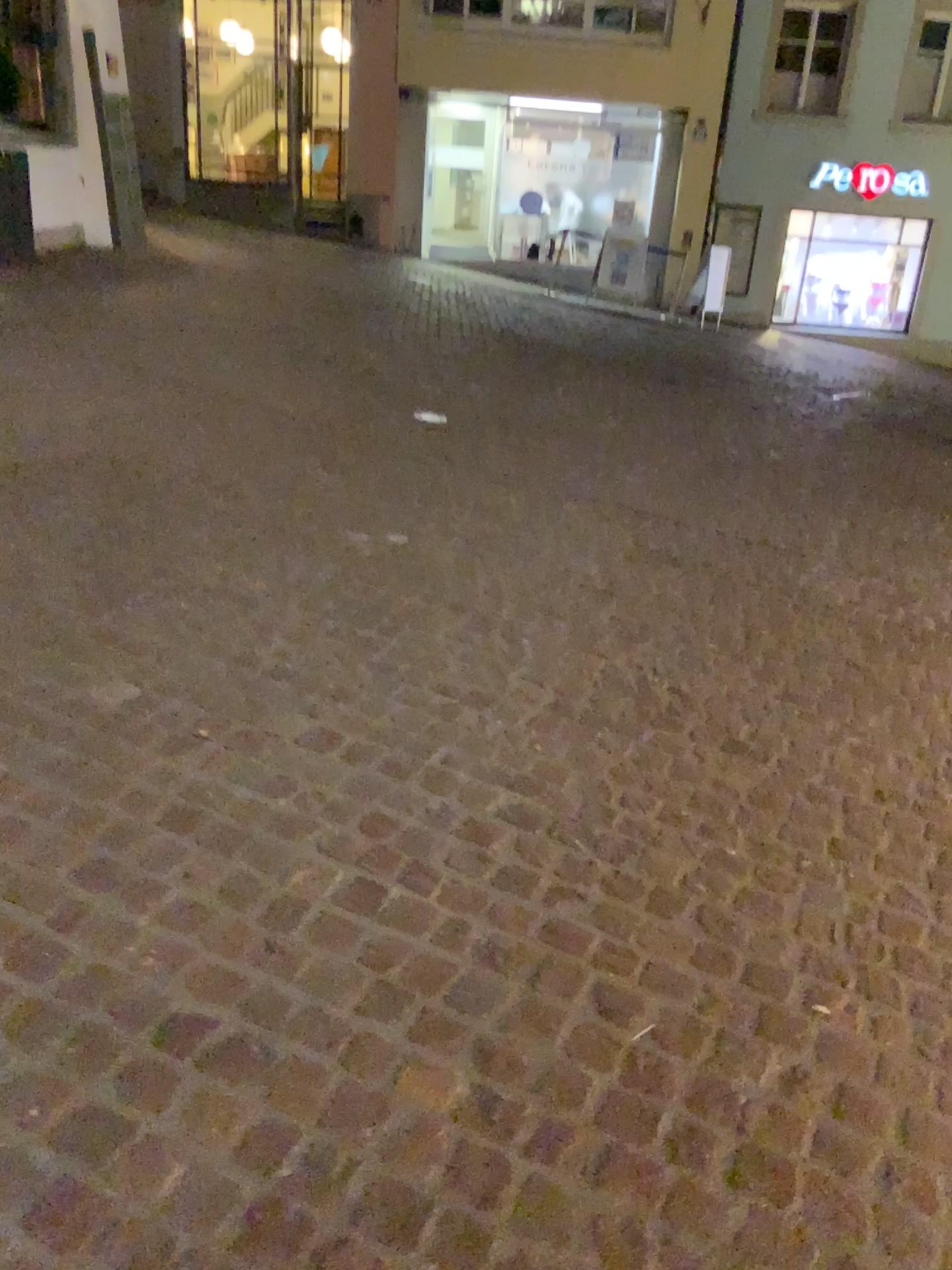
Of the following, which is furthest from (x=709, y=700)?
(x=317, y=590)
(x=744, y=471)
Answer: (x=744, y=471)
